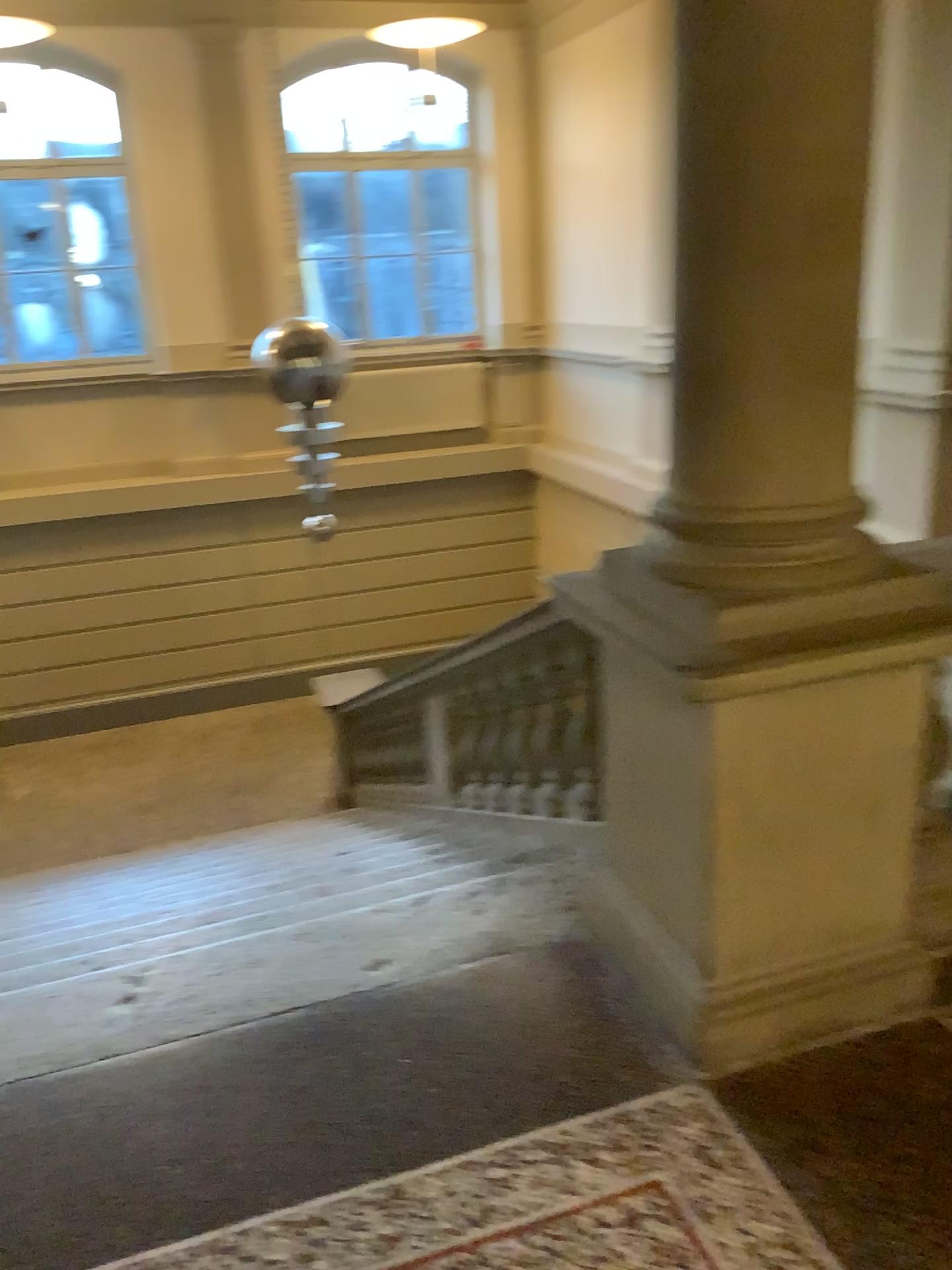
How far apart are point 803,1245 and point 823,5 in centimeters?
206cm

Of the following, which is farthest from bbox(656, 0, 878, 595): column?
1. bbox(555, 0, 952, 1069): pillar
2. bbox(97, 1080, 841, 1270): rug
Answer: bbox(97, 1080, 841, 1270): rug

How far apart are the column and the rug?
1.0 meters

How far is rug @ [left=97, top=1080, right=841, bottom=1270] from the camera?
1.75m

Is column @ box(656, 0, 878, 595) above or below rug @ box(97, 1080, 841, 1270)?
above

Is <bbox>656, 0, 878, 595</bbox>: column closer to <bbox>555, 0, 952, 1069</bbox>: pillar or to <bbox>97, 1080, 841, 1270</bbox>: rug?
<bbox>555, 0, 952, 1069</bbox>: pillar

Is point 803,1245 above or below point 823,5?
below

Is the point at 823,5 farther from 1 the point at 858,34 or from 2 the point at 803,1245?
2 the point at 803,1245

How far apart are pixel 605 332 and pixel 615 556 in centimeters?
44cm
